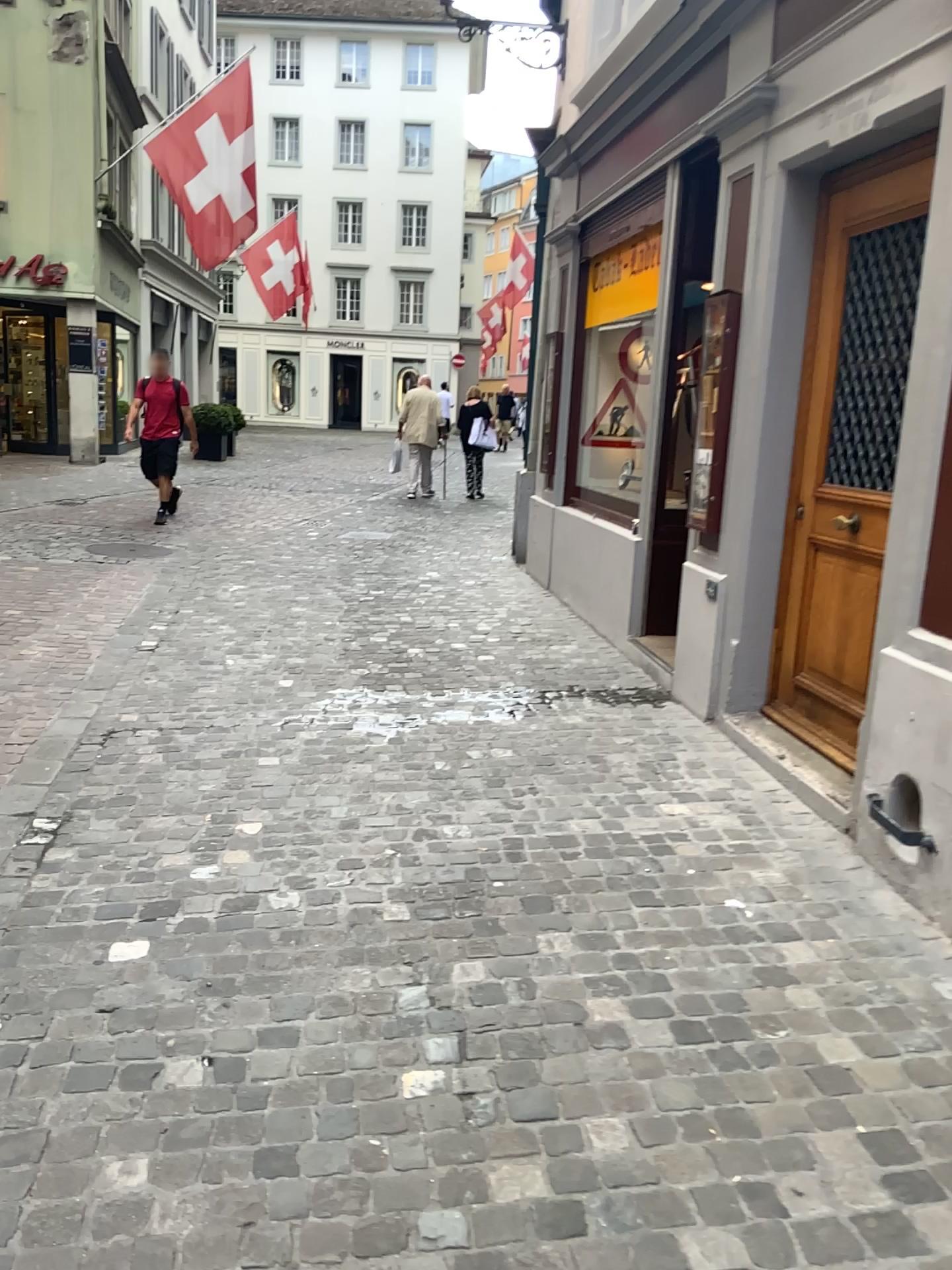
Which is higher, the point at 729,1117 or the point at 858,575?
the point at 858,575
